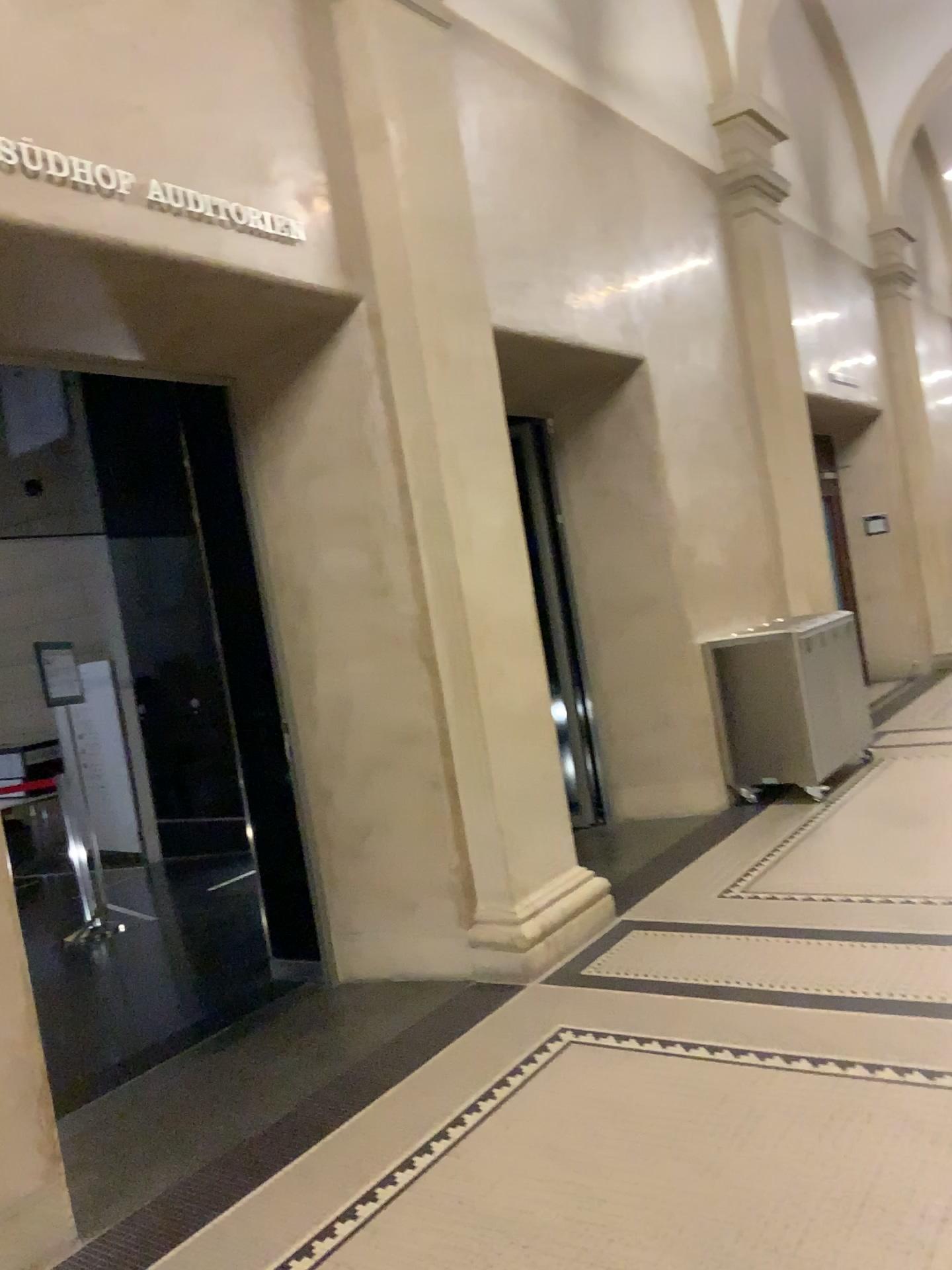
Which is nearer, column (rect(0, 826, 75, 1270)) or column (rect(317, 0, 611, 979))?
column (rect(0, 826, 75, 1270))

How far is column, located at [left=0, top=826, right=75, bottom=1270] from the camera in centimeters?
258cm

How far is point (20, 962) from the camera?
2.6 meters

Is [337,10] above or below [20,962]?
above

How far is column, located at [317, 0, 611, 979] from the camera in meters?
4.2

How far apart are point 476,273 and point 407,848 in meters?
2.5

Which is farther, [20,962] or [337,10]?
[337,10]

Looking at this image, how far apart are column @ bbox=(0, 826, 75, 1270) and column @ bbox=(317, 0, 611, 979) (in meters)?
1.83
